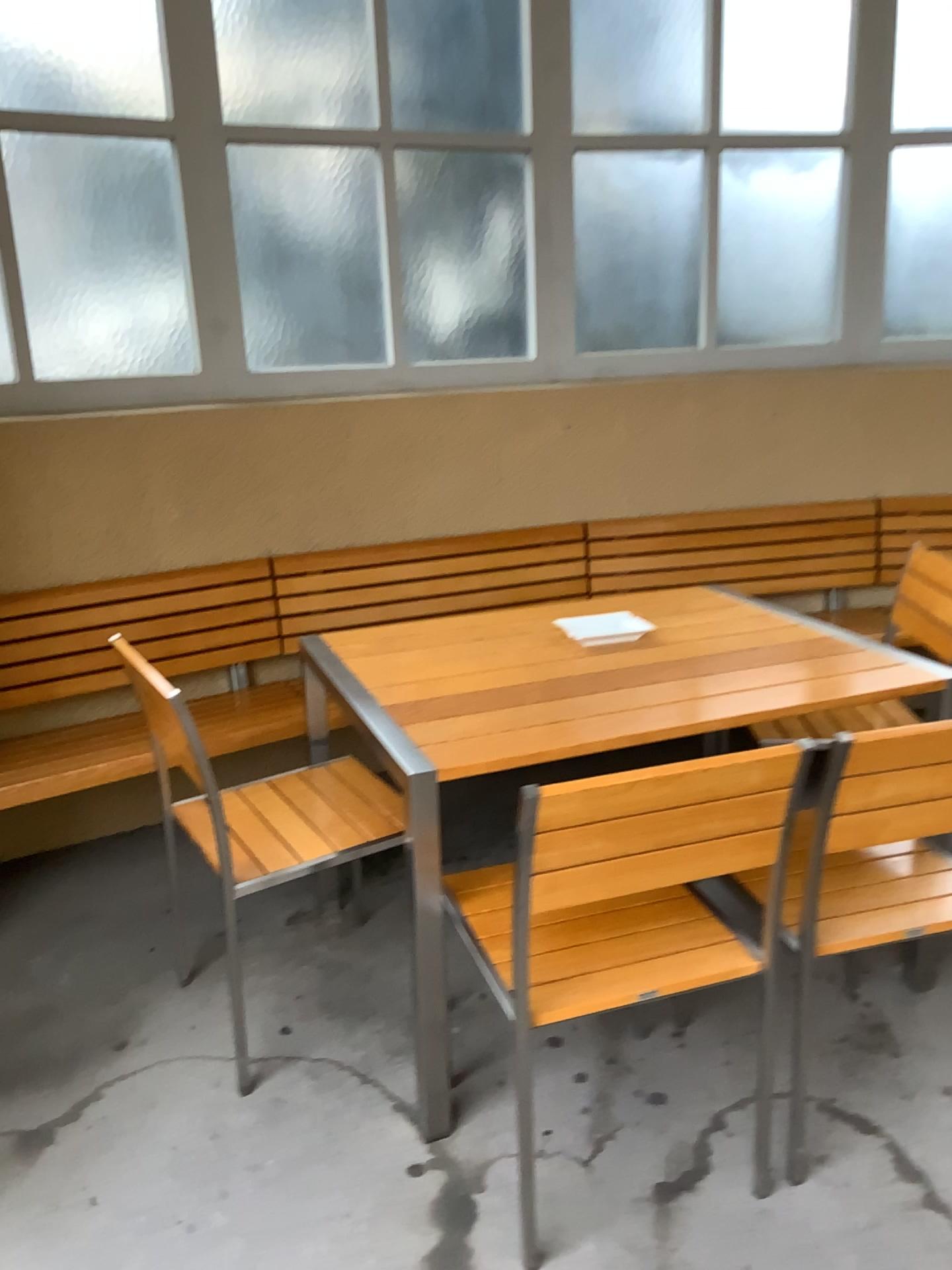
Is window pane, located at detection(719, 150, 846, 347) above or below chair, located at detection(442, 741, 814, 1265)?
above

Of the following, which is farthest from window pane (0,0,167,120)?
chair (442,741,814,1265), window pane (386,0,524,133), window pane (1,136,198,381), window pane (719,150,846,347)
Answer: chair (442,741,814,1265)

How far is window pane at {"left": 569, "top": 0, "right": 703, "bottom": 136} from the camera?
3.4m

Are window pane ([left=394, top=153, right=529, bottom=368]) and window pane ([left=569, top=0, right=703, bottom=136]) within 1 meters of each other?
yes

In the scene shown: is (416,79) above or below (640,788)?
Result: above

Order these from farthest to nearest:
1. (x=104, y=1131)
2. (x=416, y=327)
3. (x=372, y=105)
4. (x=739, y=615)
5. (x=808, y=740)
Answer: (x=416, y=327) < (x=372, y=105) < (x=739, y=615) < (x=104, y=1131) < (x=808, y=740)

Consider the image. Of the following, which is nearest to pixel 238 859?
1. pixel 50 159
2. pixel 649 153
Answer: pixel 50 159

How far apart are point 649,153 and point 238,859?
2.7 meters

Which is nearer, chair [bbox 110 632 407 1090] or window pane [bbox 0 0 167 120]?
chair [bbox 110 632 407 1090]

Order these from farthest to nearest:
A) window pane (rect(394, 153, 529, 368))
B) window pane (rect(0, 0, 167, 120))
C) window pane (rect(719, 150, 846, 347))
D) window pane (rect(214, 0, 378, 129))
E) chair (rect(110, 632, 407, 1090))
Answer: window pane (rect(719, 150, 846, 347))
window pane (rect(394, 153, 529, 368))
window pane (rect(214, 0, 378, 129))
window pane (rect(0, 0, 167, 120))
chair (rect(110, 632, 407, 1090))
